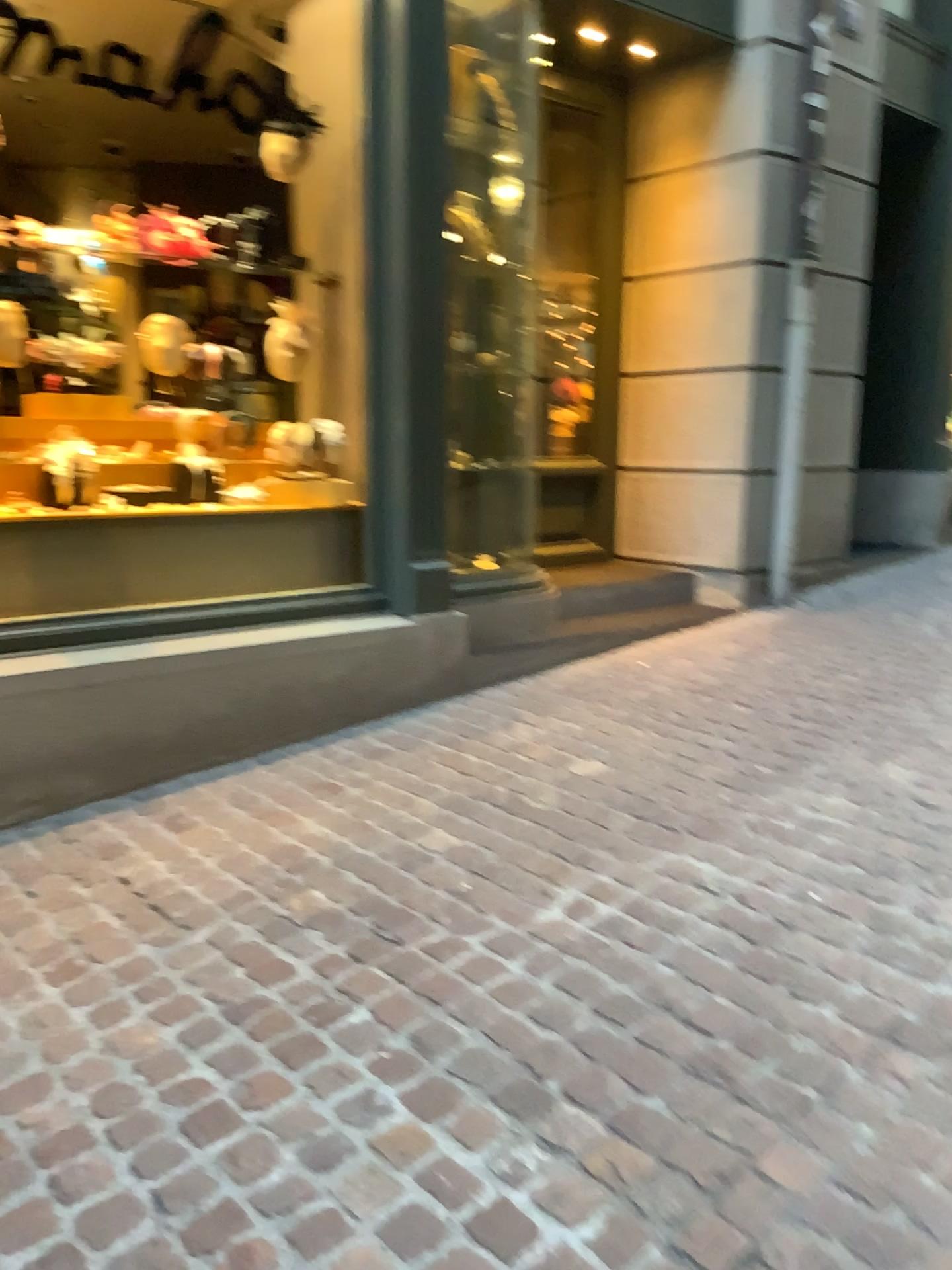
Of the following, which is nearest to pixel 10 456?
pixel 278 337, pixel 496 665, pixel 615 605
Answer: pixel 278 337

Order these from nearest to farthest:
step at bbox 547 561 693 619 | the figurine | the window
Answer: the window, the figurine, step at bbox 547 561 693 619

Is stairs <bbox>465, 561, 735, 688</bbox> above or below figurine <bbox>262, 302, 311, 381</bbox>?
below

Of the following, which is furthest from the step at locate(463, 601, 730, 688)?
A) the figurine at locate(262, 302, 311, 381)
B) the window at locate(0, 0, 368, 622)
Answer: the figurine at locate(262, 302, 311, 381)

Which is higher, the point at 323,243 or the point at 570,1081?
the point at 323,243

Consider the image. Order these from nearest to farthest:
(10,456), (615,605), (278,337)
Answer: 1. (10,456)
2. (278,337)
3. (615,605)

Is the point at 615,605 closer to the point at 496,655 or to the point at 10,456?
the point at 496,655

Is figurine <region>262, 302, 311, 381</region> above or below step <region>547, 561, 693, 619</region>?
above

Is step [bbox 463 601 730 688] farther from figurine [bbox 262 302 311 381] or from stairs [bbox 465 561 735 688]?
figurine [bbox 262 302 311 381]

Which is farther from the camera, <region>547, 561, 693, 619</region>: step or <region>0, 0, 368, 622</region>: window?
<region>547, 561, 693, 619</region>: step
